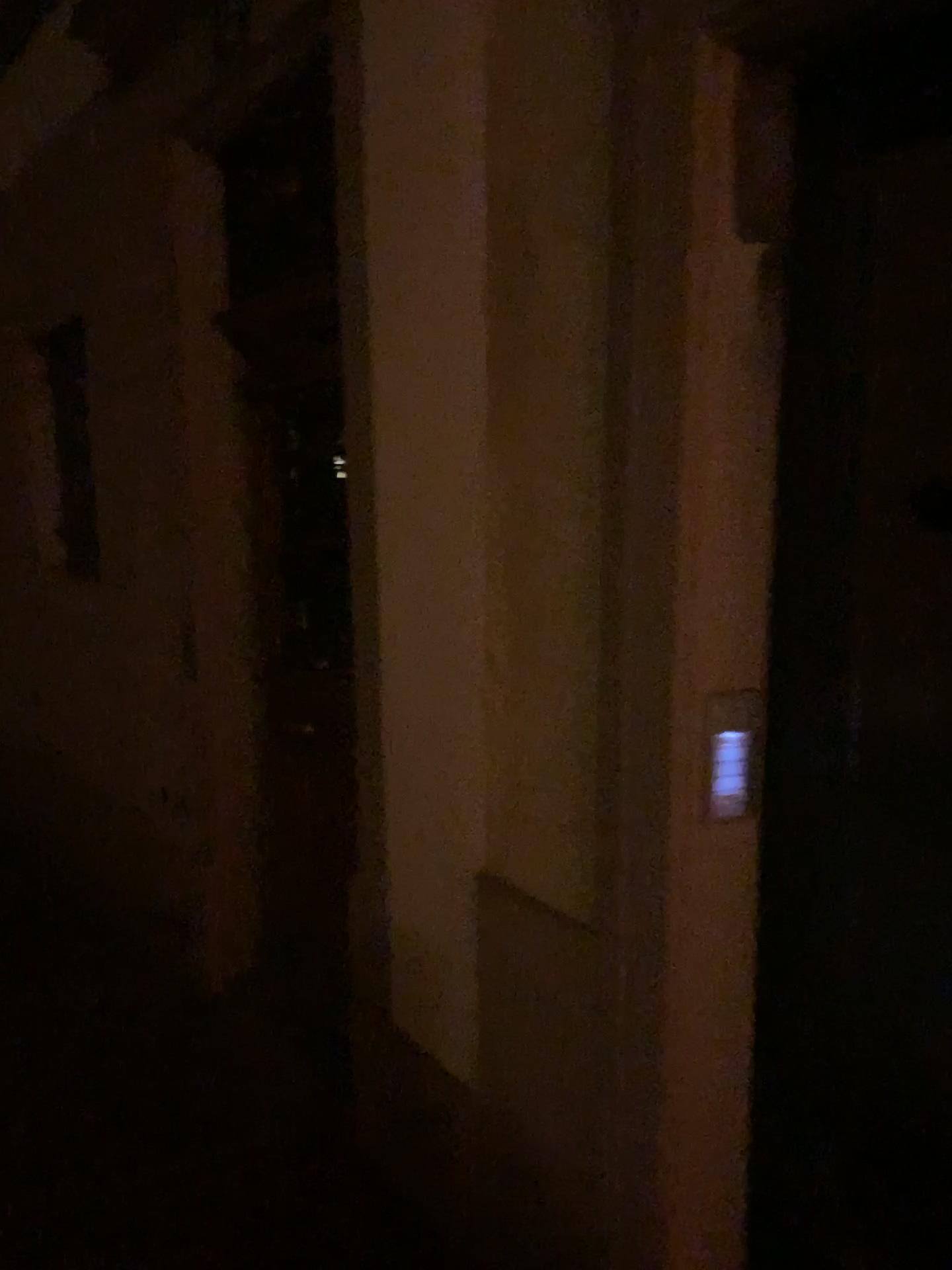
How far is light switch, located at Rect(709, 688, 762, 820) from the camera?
1.6m

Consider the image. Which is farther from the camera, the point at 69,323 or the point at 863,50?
the point at 69,323

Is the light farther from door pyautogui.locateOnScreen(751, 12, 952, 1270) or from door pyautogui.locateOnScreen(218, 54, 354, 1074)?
door pyautogui.locateOnScreen(218, 54, 354, 1074)

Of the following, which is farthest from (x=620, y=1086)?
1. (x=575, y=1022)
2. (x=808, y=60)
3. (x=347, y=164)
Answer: (x=347, y=164)

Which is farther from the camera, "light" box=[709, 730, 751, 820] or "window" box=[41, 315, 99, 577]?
"window" box=[41, 315, 99, 577]

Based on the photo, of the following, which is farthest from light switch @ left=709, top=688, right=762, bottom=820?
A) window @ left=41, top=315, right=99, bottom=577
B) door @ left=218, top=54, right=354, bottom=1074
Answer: window @ left=41, top=315, right=99, bottom=577

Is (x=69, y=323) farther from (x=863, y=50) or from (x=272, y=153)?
(x=863, y=50)

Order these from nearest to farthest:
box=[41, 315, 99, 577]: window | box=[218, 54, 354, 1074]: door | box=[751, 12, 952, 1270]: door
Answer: box=[751, 12, 952, 1270]: door → box=[218, 54, 354, 1074]: door → box=[41, 315, 99, 577]: window

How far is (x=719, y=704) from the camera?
1.6 meters

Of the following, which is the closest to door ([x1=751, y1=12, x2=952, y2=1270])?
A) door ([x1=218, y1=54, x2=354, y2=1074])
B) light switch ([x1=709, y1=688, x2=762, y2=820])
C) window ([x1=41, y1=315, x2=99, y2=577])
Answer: light switch ([x1=709, y1=688, x2=762, y2=820])
